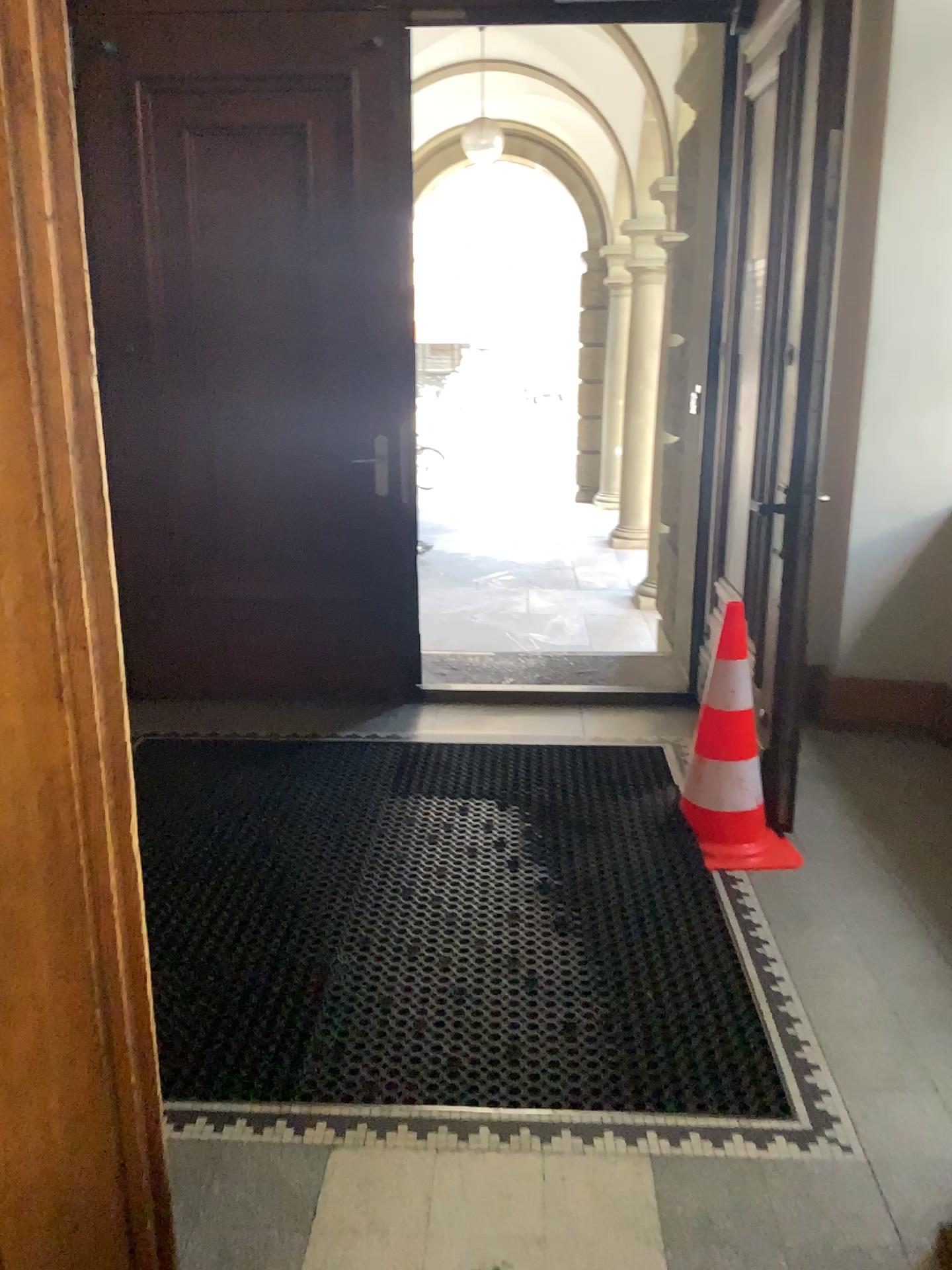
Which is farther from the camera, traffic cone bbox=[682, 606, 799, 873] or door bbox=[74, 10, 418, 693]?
door bbox=[74, 10, 418, 693]

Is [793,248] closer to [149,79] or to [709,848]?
[709,848]

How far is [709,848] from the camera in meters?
3.1 m

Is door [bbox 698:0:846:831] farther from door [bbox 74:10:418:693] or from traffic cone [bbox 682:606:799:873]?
door [bbox 74:10:418:693]

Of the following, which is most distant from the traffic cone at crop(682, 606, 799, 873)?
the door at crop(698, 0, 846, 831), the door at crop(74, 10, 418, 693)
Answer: the door at crop(74, 10, 418, 693)

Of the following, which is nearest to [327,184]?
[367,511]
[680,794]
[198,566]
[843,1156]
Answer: [367,511]

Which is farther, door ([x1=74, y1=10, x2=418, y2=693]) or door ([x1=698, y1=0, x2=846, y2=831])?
door ([x1=74, y1=10, x2=418, y2=693])

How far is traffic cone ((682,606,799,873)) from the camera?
3.08m

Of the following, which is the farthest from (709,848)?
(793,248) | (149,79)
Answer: (149,79)
